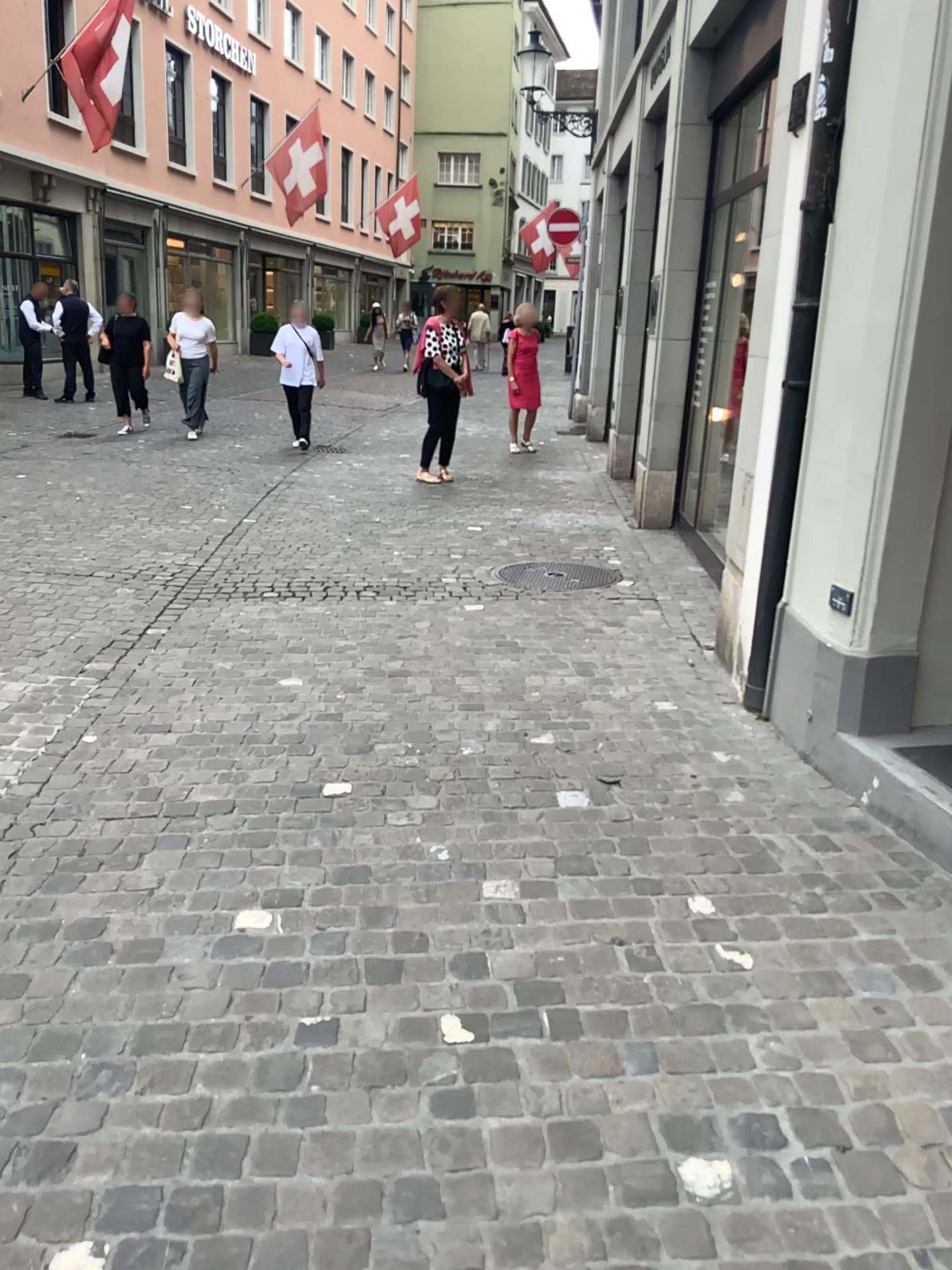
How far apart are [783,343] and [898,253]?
0.77m
